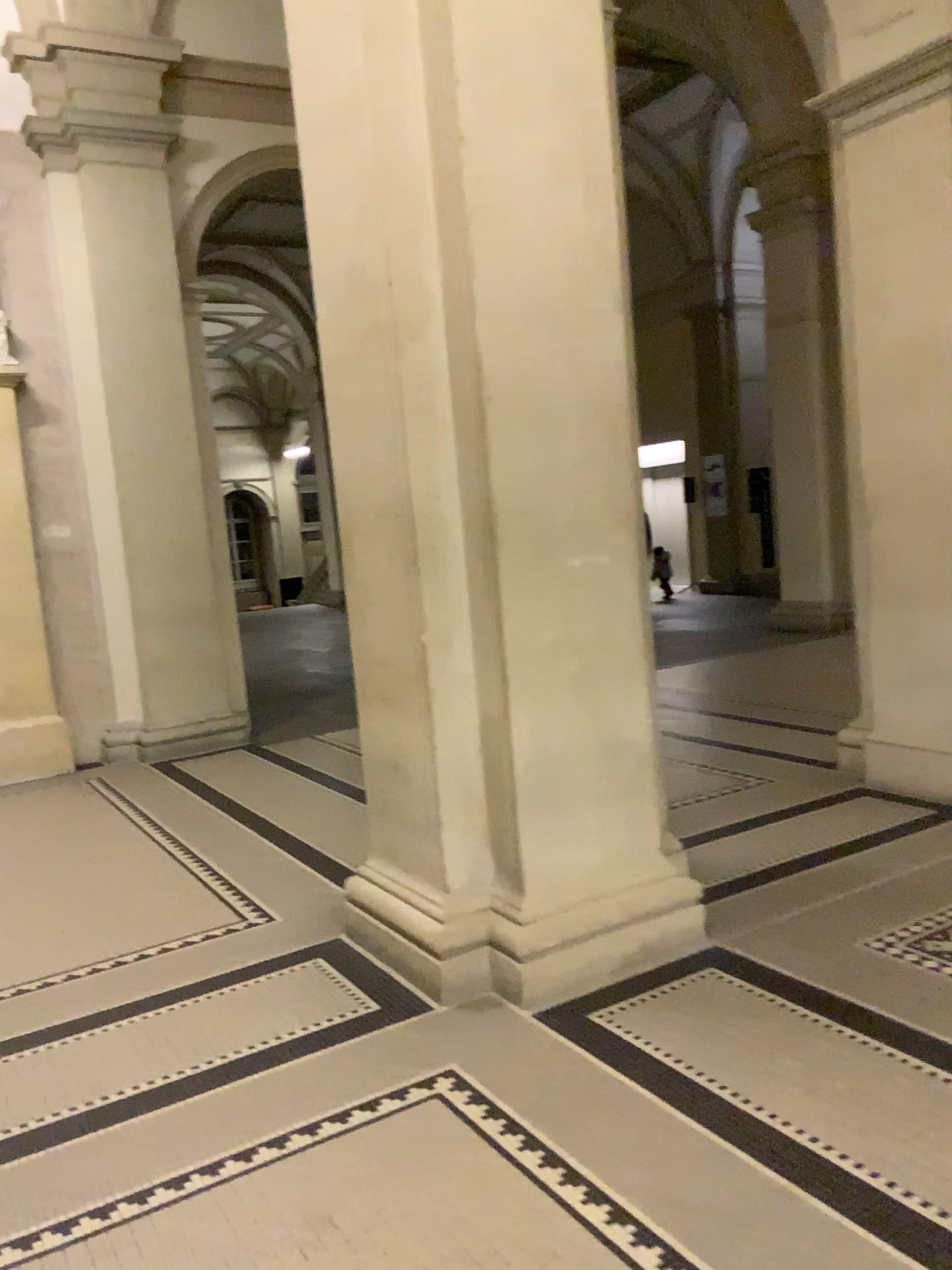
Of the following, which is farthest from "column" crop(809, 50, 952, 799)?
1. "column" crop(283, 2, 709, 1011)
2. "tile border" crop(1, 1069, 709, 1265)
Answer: "tile border" crop(1, 1069, 709, 1265)

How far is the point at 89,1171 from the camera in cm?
240

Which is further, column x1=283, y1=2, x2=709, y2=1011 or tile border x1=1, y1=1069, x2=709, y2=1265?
column x1=283, y1=2, x2=709, y2=1011

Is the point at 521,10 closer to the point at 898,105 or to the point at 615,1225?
the point at 898,105

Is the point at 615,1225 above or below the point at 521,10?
below

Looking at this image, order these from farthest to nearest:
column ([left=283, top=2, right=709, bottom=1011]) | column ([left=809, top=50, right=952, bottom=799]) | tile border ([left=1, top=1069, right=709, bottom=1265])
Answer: column ([left=809, top=50, right=952, bottom=799])
column ([left=283, top=2, right=709, bottom=1011])
tile border ([left=1, top=1069, right=709, bottom=1265])

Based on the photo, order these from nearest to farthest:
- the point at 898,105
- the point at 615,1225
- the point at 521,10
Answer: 1. the point at 615,1225
2. the point at 521,10
3. the point at 898,105

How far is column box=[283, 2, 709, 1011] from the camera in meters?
3.0 m

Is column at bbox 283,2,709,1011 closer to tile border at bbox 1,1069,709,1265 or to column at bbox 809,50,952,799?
tile border at bbox 1,1069,709,1265

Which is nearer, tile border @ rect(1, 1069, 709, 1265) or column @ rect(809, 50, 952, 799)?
tile border @ rect(1, 1069, 709, 1265)
